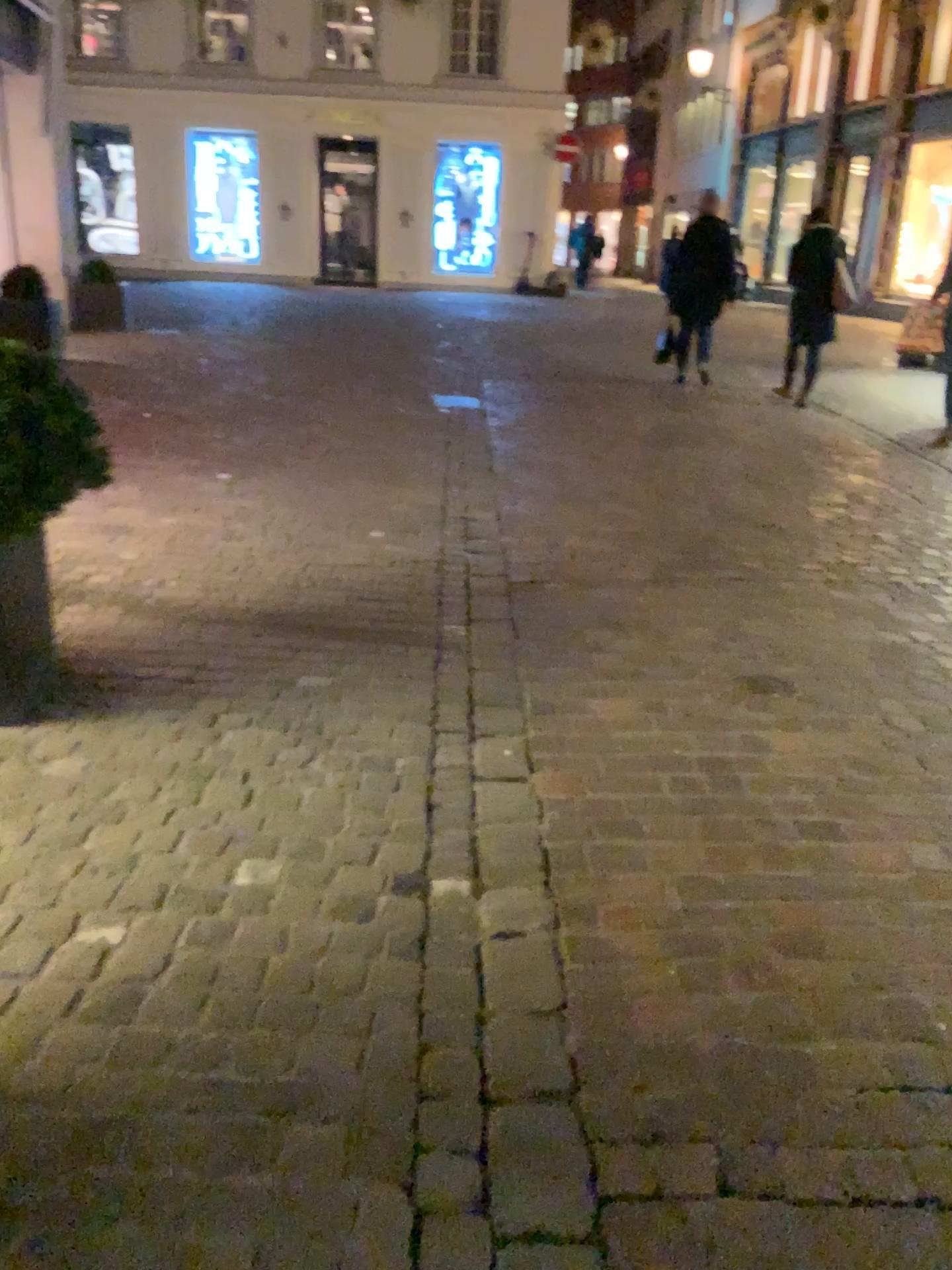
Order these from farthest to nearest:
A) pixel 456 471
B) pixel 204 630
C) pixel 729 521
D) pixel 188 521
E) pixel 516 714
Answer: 1. pixel 456 471
2. pixel 729 521
3. pixel 188 521
4. pixel 204 630
5. pixel 516 714
